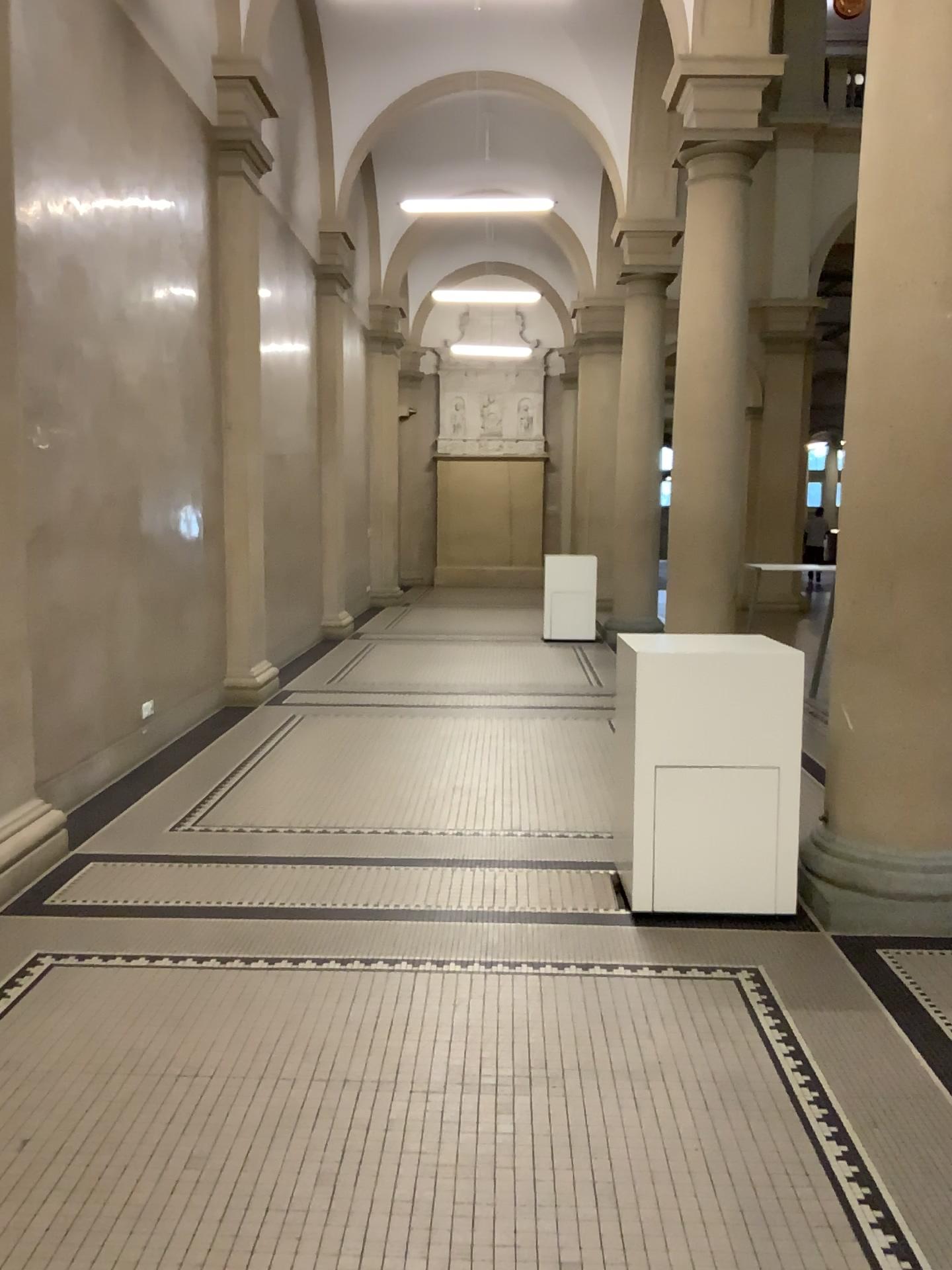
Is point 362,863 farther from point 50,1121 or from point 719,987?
point 50,1121

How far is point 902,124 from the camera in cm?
369

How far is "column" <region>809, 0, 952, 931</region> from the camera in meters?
3.7
